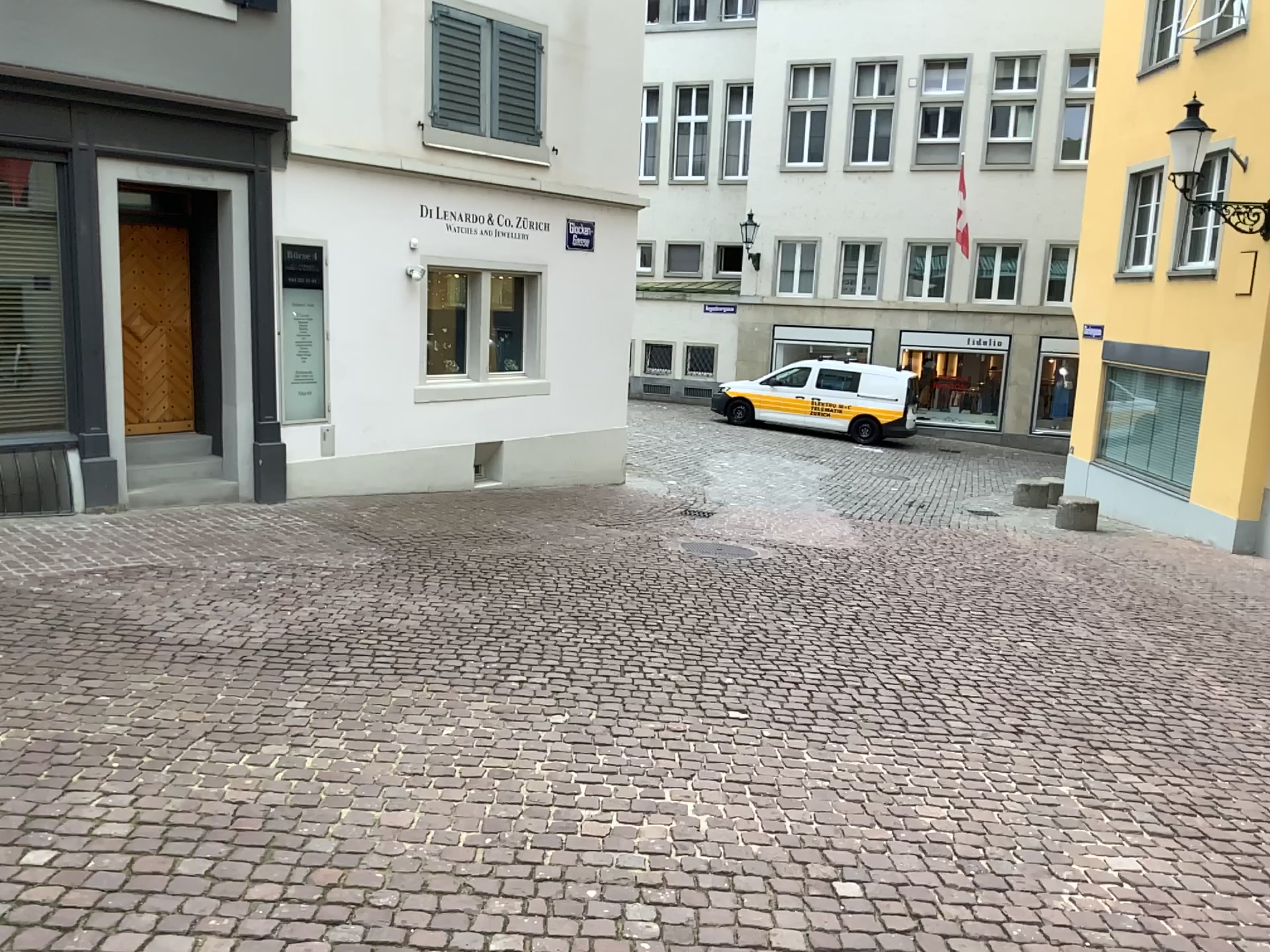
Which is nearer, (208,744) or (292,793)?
(292,793)
